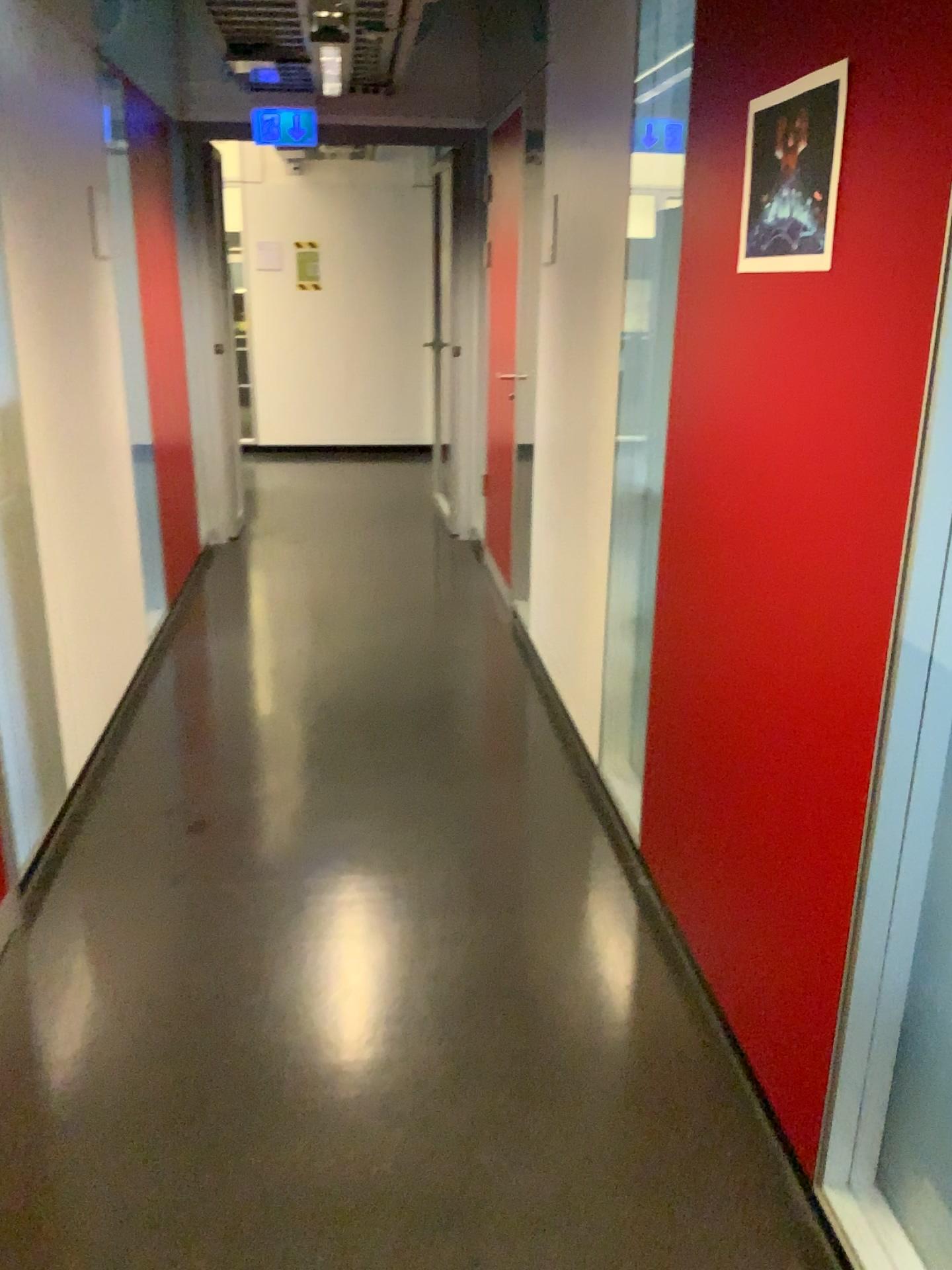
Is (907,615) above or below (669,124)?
below

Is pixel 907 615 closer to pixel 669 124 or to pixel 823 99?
pixel 823 99

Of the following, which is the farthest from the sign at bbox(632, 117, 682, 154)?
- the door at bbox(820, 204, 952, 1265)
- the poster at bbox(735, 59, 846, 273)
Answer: the door at bbox(820, 204, 952, 1265)

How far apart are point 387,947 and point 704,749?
0.8m

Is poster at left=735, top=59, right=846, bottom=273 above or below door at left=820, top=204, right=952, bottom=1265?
above

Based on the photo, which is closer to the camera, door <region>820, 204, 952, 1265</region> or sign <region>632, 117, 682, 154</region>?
door <region>820, 204, 952, 1265</region>

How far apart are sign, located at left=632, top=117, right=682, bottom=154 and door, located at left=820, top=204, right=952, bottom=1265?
1.5 meters

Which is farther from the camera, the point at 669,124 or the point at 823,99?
the point at 669,124

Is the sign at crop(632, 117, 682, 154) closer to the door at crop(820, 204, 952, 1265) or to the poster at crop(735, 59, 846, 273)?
the poster at crop(735, 59, 846, 273)

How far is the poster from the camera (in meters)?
1.55
